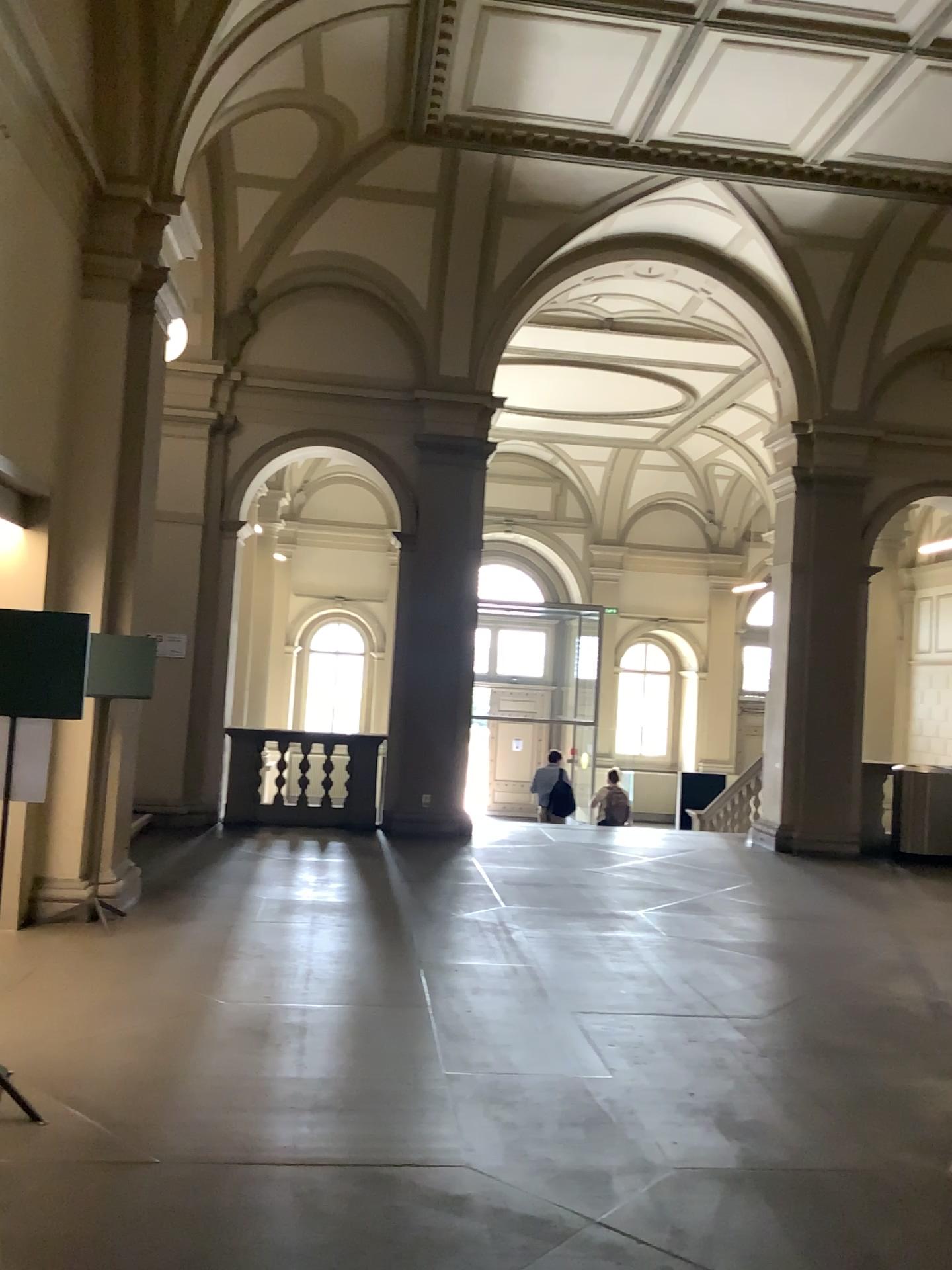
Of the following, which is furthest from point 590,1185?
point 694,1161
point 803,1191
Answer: point 803,1191
